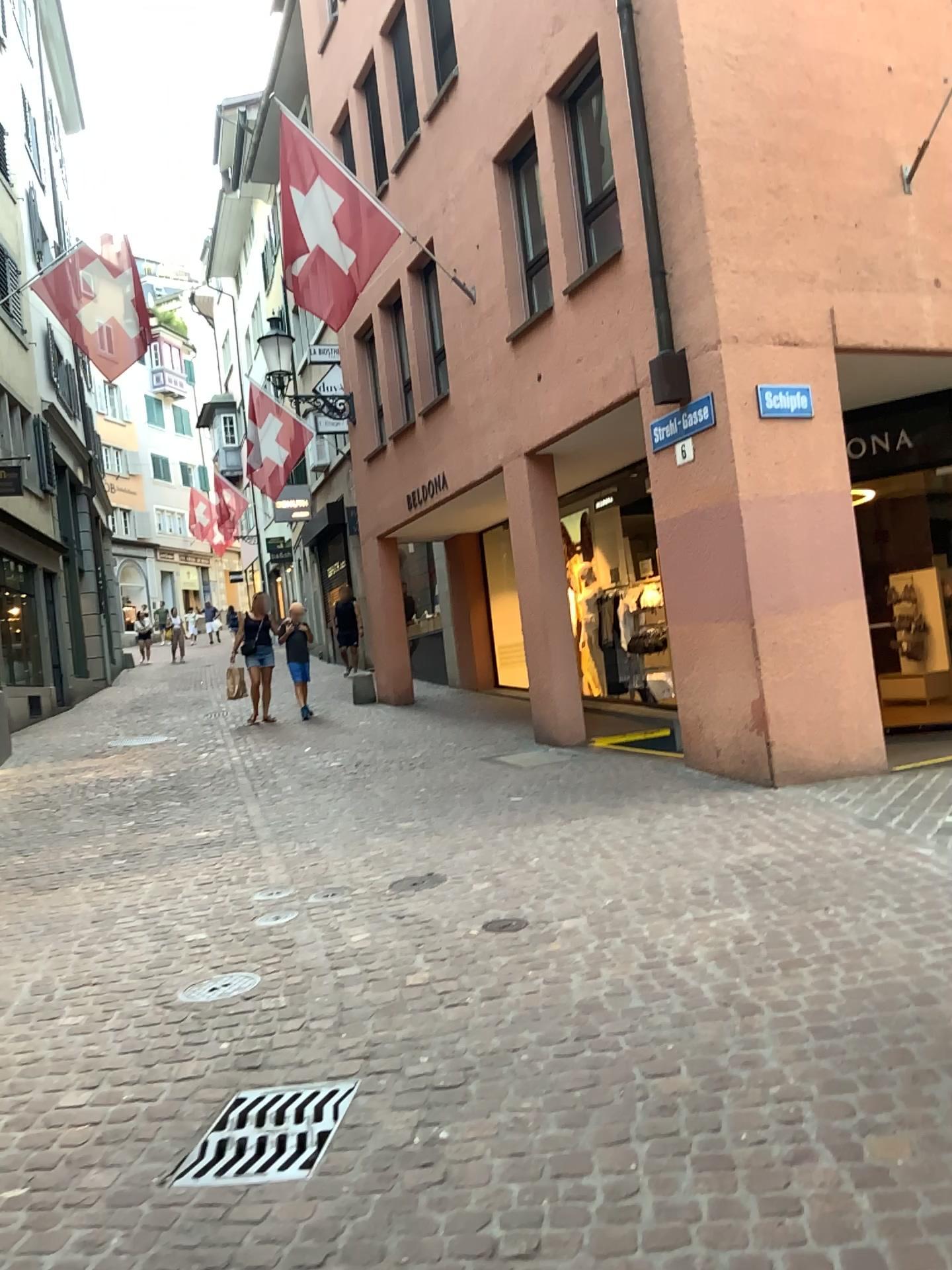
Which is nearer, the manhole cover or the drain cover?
the drain cover

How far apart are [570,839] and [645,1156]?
3.29m

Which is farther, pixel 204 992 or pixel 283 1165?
pixel 204 992
